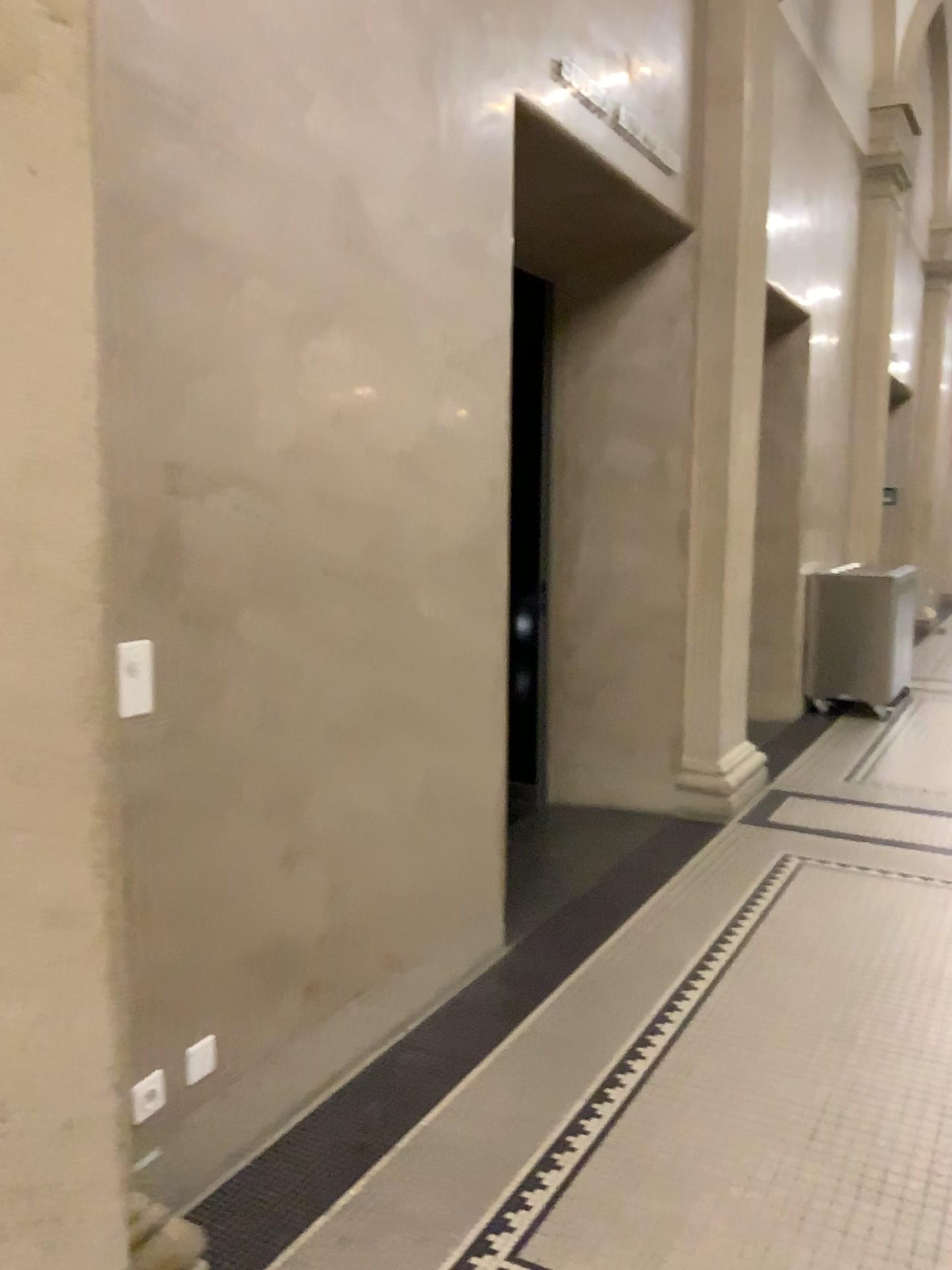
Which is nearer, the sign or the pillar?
the pillar

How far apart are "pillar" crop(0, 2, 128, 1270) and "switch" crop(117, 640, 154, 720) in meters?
0.5

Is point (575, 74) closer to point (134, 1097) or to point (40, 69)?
point (40, 69)

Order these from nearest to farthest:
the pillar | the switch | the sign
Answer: the pillar
the switch
the sign

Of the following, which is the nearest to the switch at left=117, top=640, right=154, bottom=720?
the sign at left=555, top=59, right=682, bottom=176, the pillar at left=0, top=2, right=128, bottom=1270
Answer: the pillar at left=0, top=2, right=128, bottom=1270

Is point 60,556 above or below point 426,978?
above

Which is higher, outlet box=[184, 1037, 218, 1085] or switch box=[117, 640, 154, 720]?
switch box=[117, 640, 154, 720]

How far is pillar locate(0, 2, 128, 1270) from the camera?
1.4 meters

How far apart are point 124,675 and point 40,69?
1.06m

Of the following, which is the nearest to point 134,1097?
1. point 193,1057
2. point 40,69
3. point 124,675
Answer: point 193,1057
